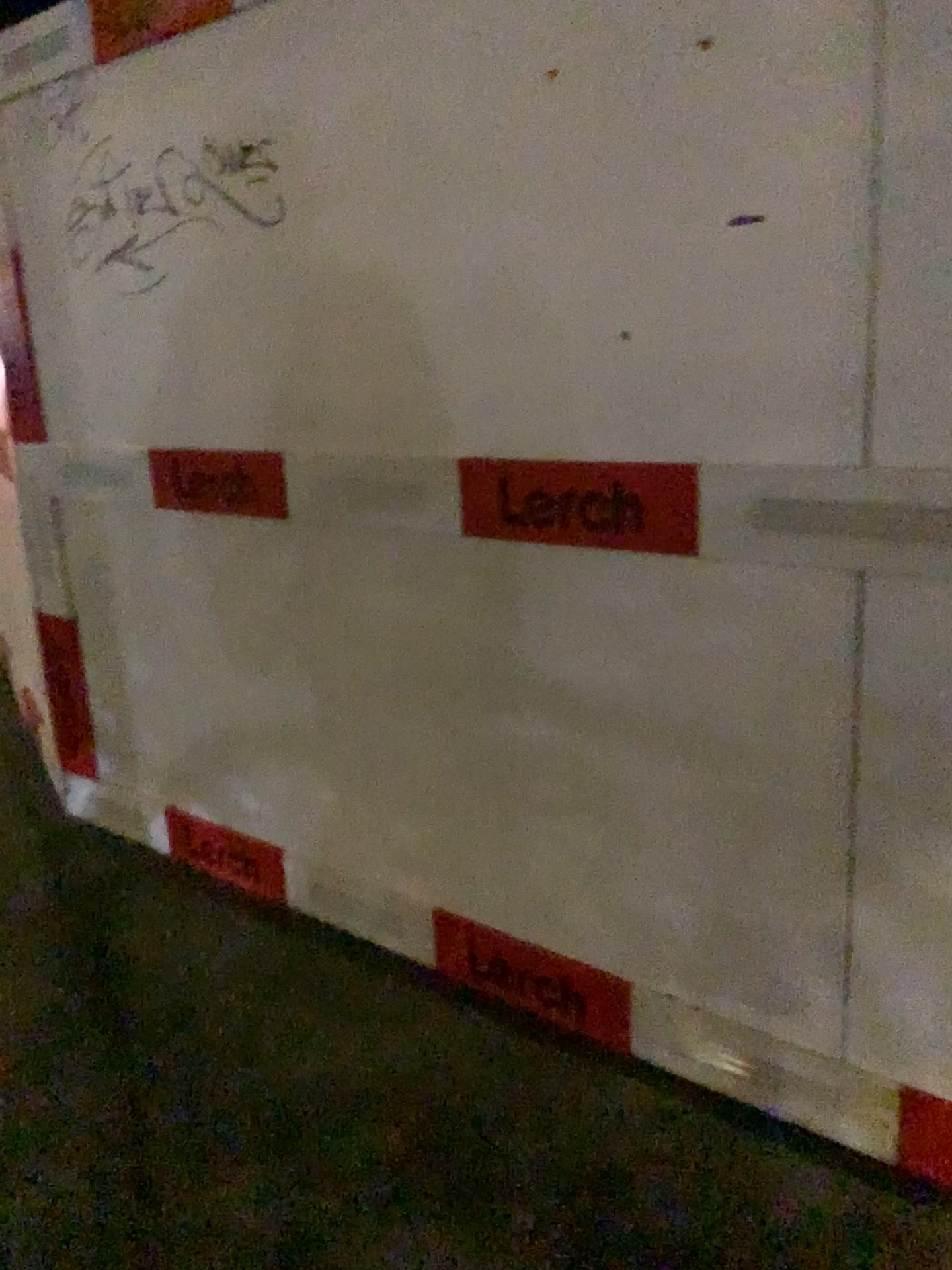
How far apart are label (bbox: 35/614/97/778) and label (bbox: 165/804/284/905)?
0.6m

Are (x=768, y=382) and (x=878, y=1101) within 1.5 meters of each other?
yes

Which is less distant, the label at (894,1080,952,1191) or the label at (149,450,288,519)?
the label at (894,1080,952,1191)

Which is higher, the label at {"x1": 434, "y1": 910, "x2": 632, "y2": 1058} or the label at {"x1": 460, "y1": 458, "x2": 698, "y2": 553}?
the label at {"x1": 460, "y1": 458, "x2": 698, "y2": 553}

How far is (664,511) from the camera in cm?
173

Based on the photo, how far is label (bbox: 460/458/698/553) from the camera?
1.7m

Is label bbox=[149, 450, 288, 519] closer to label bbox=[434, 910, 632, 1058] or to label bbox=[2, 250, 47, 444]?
label bbox=[2, 250, 47, 444]

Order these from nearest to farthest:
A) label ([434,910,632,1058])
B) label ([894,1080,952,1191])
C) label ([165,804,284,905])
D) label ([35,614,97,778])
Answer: label ([894,1080,952,1191])
label ([434,910,632,1058])
label ([165,804,284,905])
label ([35,614,97,778])

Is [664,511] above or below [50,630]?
above

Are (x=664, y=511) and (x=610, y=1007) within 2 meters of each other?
yes
